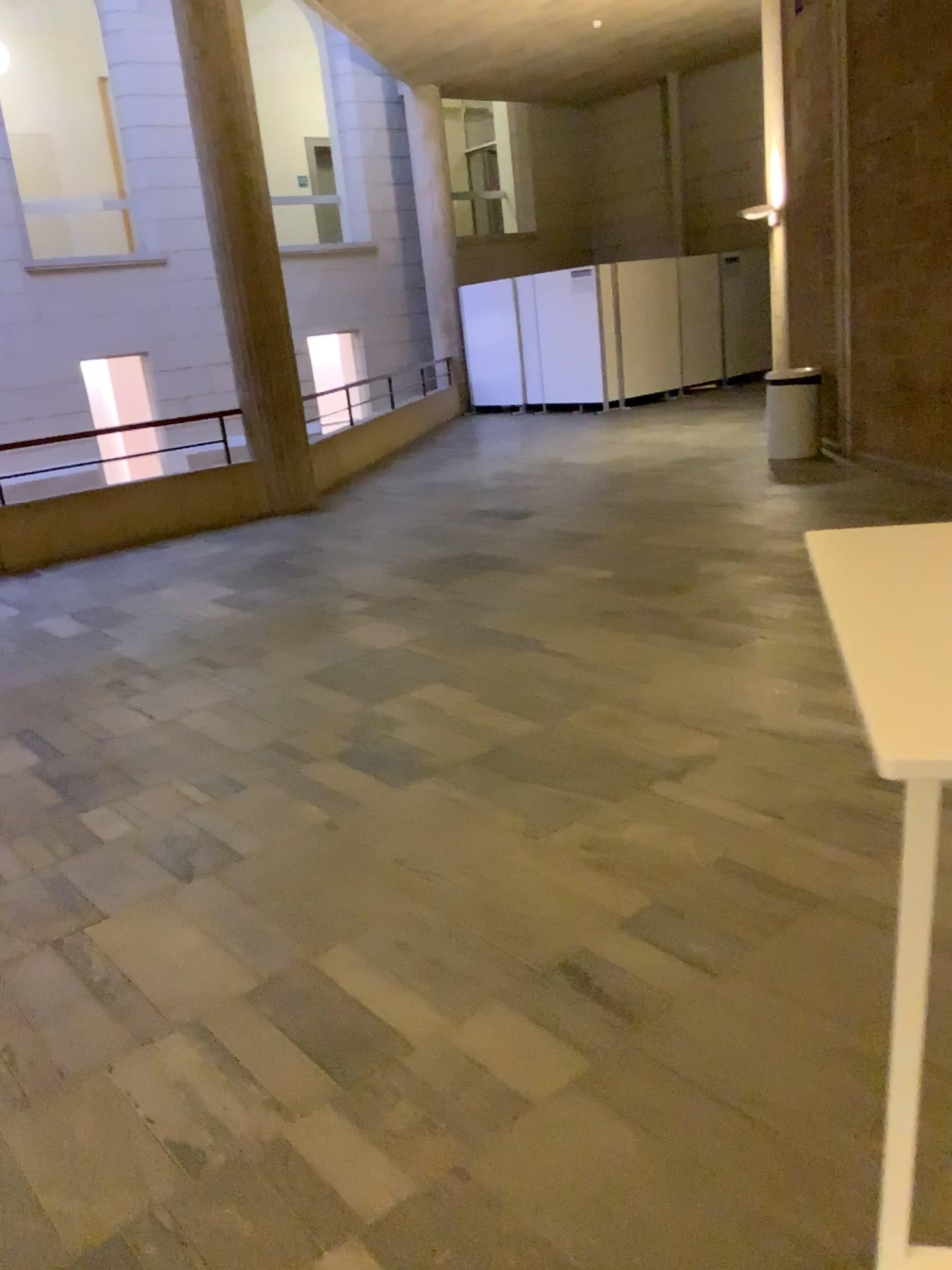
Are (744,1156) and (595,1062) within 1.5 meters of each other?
yes
